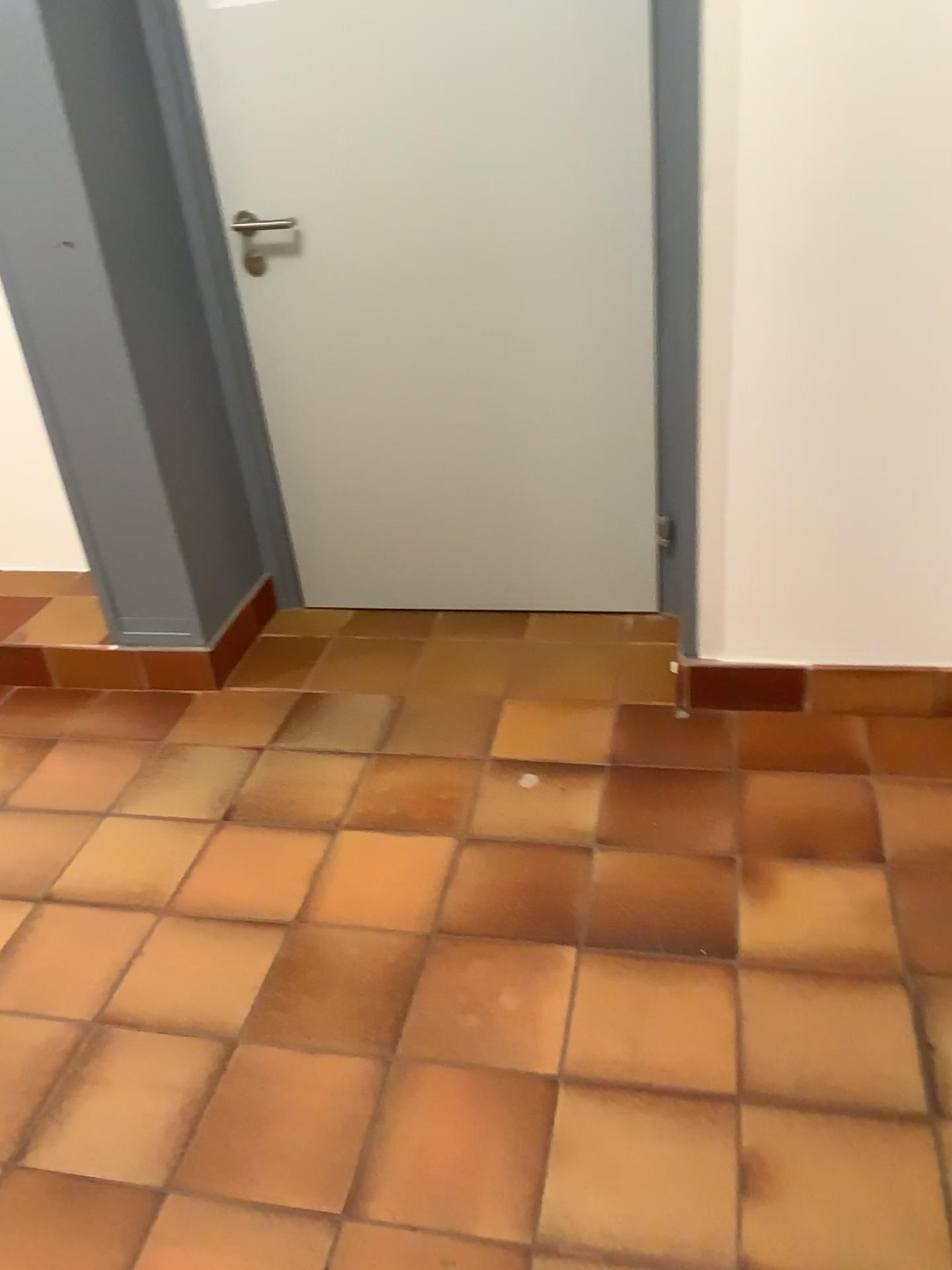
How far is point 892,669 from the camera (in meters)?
2.19

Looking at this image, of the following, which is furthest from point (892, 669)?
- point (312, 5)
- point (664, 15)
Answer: point (312, 5)

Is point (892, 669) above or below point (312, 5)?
below

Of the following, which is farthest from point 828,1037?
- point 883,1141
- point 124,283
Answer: point 124,283

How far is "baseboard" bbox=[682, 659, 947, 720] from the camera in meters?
2.2 m
